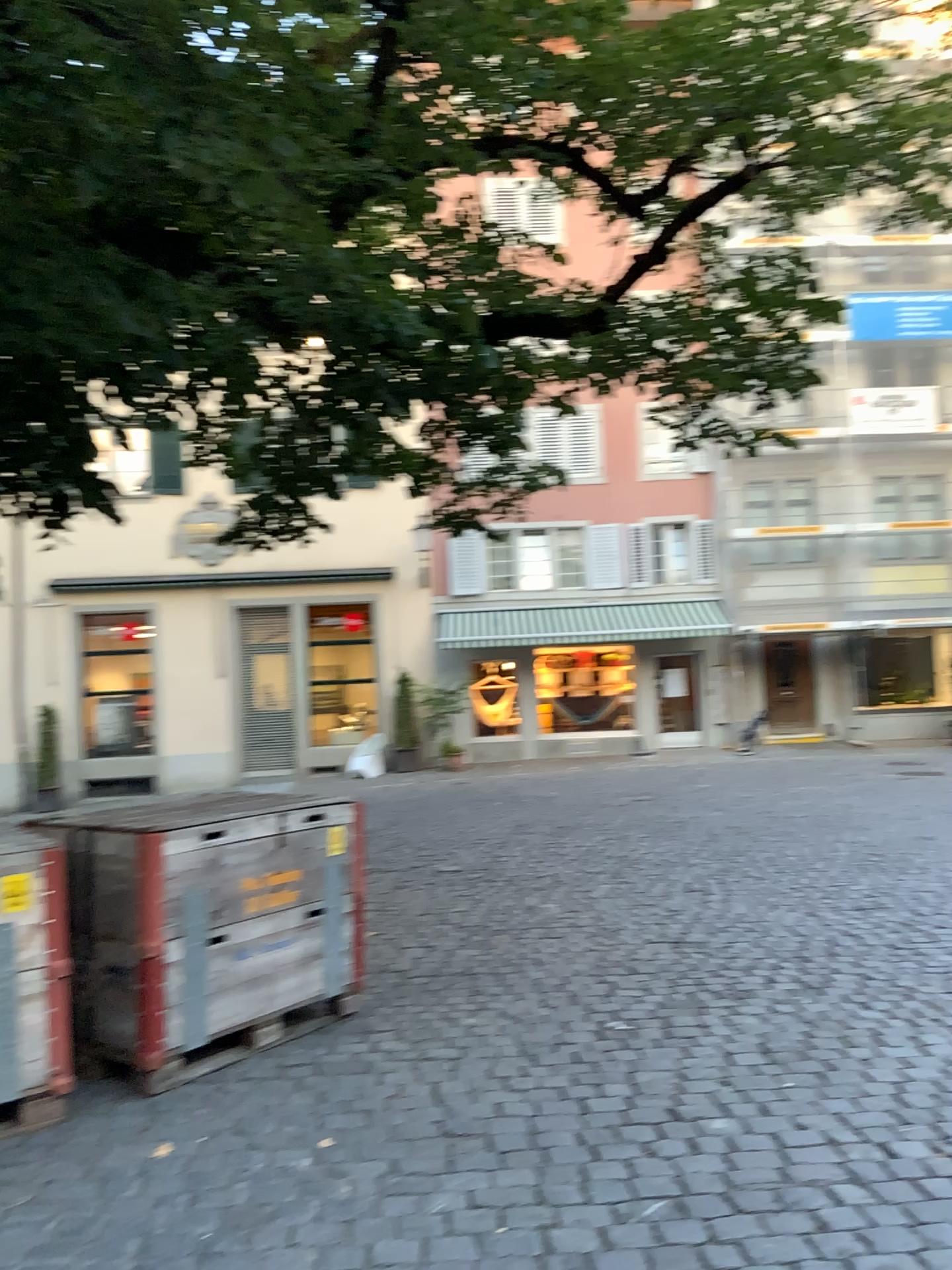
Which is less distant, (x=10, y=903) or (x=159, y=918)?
(x=10, y=903)

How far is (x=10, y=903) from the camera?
3.52m

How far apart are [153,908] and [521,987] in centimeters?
177cm

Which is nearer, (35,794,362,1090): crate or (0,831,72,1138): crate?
(0,831,72,1138): crate

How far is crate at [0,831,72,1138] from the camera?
3.5 meters
